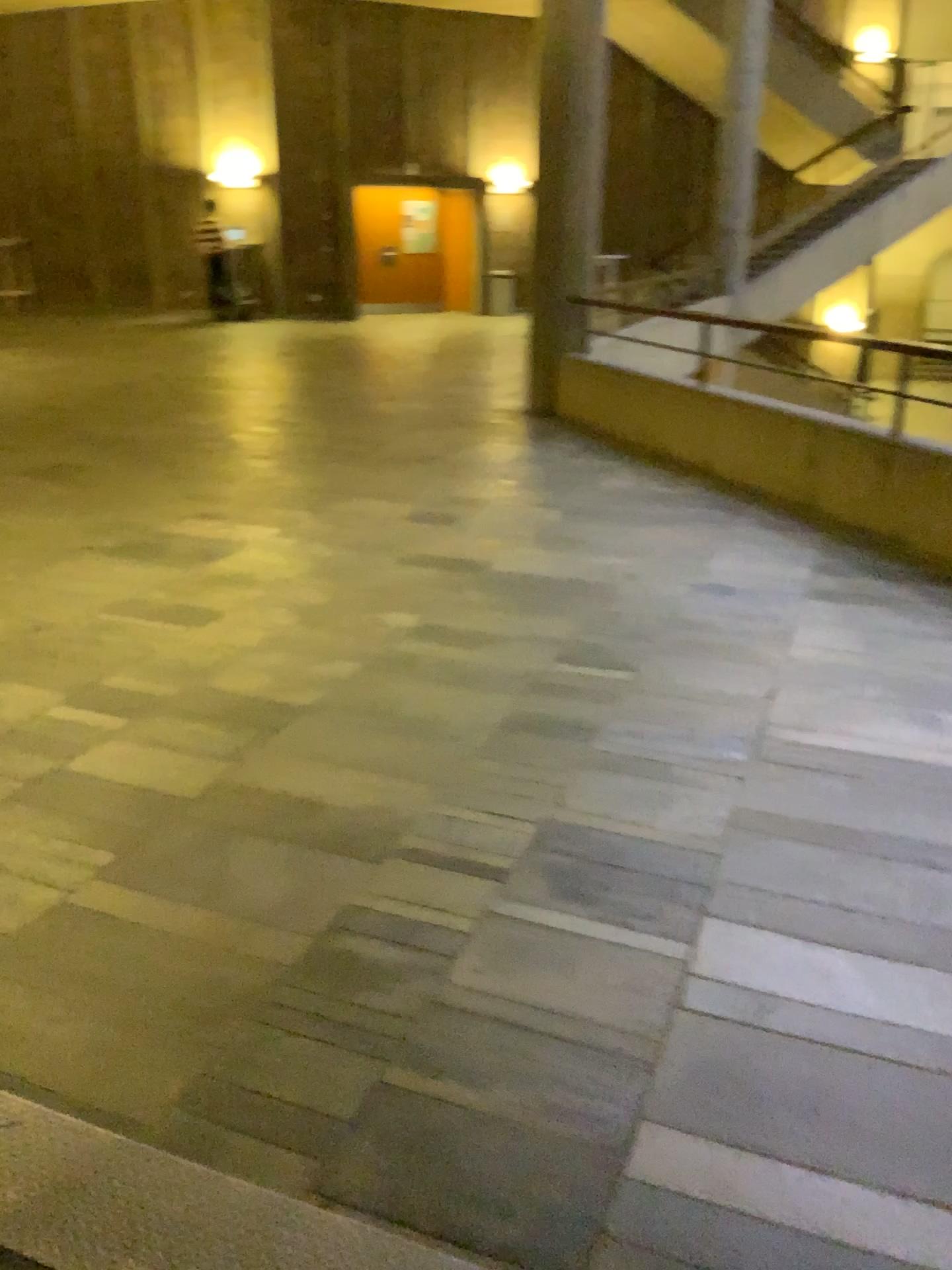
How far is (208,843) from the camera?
2.58m
